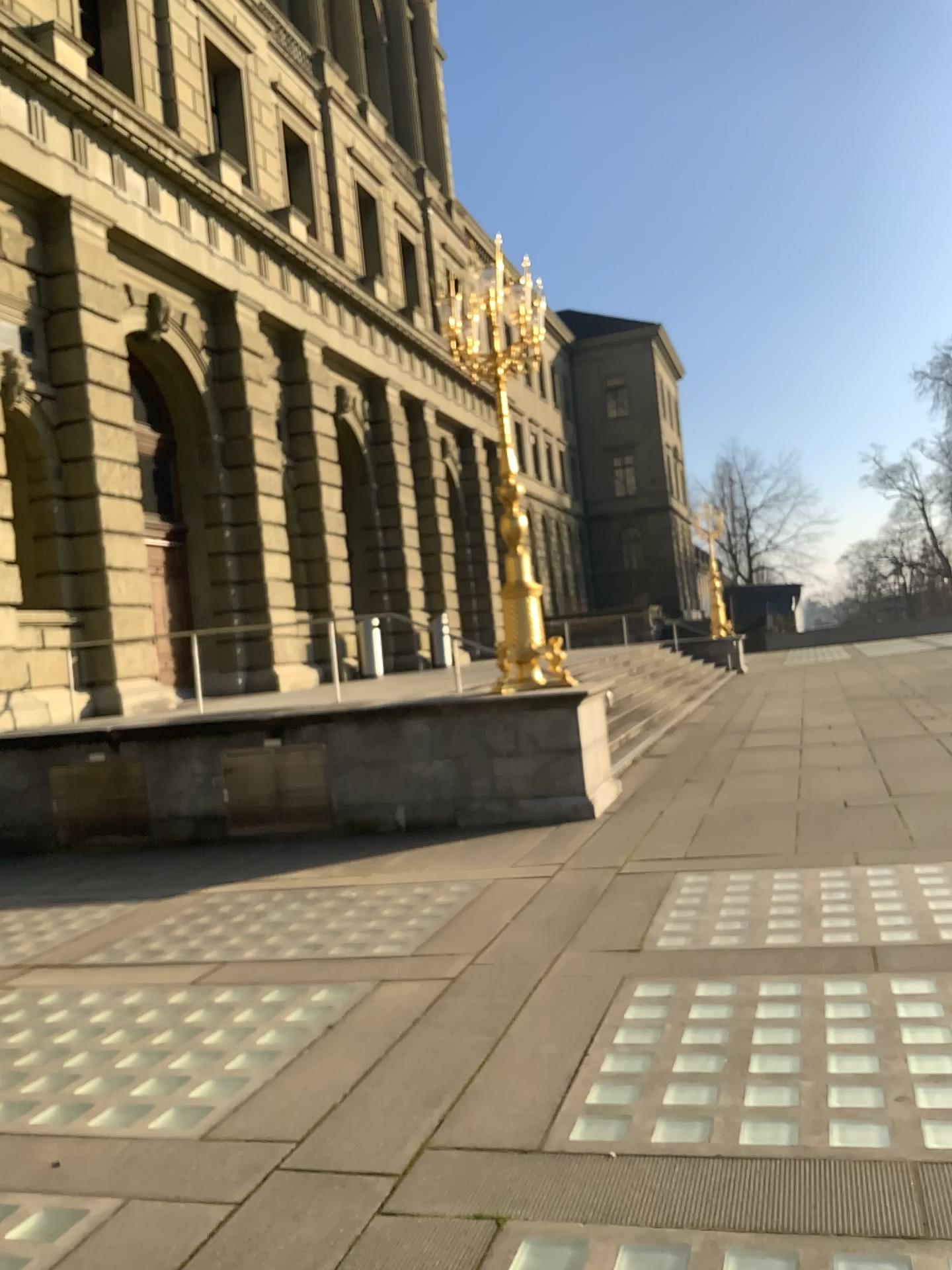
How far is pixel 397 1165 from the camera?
3.3m
